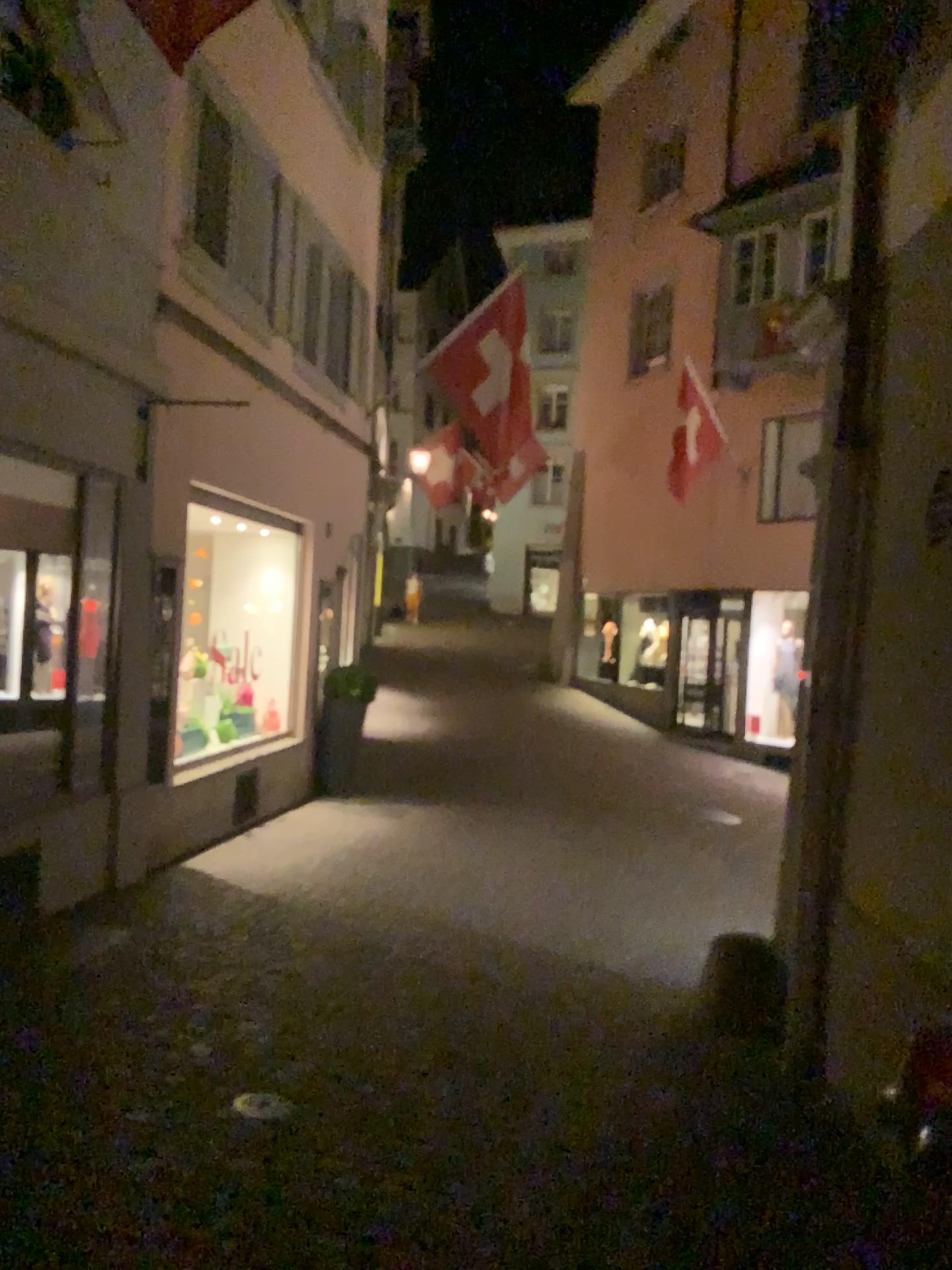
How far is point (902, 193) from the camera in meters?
4.2
